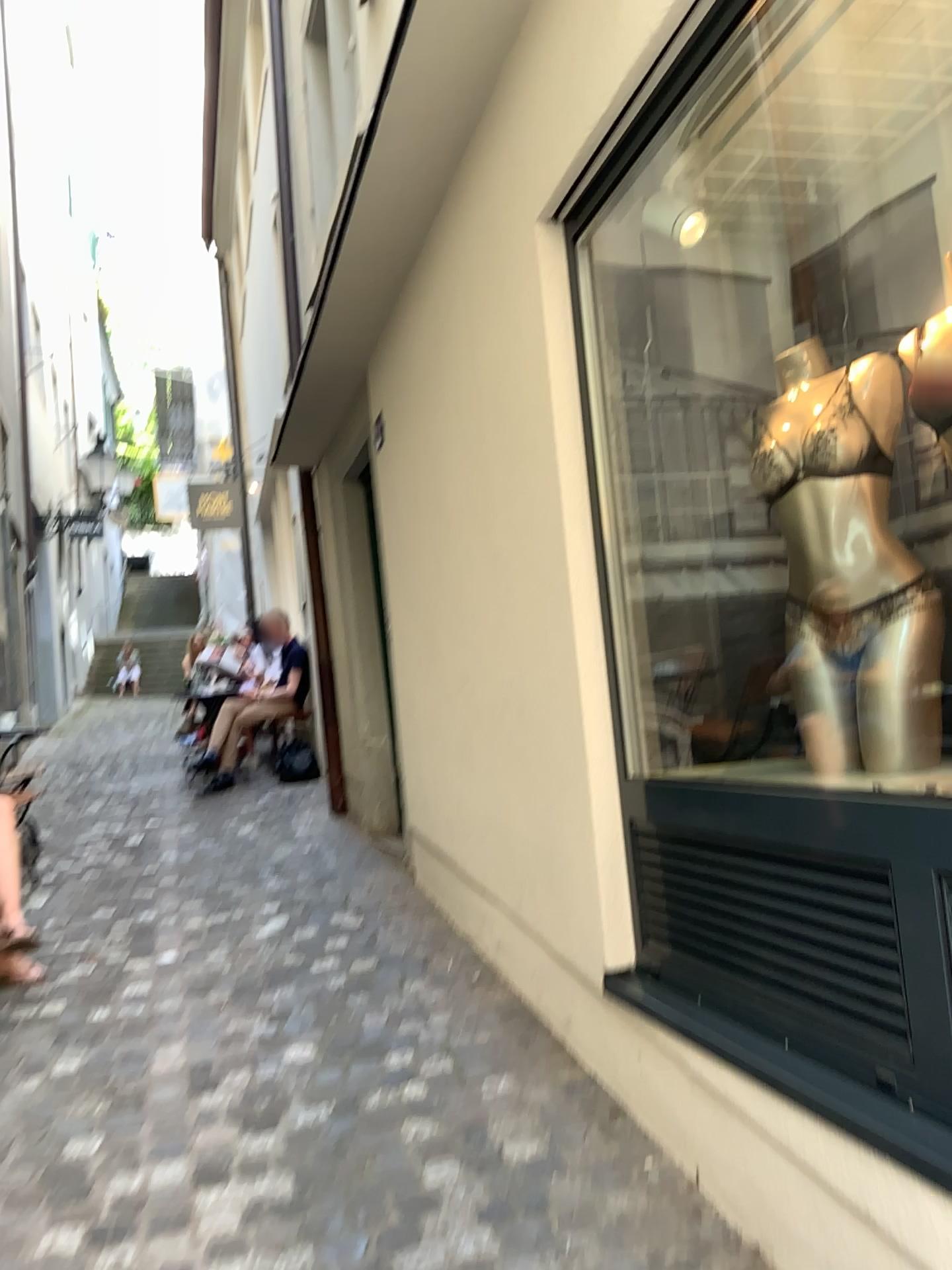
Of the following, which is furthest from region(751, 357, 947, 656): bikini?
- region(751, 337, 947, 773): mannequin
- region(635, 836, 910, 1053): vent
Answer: region(635, 836, 910, 1053): vent

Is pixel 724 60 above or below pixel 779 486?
above

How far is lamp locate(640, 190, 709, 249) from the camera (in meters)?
2.52

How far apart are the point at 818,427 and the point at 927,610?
0.4m

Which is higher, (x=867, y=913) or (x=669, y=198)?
(x=669, y=198)

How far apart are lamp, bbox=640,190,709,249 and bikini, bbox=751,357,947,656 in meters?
0.6 m

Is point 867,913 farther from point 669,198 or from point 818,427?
point 669,198

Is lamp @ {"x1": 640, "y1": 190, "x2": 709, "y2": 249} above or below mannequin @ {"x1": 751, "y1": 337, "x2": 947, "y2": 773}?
above

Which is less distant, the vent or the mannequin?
the vent

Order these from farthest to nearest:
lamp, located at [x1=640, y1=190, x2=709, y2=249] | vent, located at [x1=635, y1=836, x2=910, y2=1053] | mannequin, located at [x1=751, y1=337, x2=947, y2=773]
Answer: lamp, located at [x1=640, y1=190, x2=709, y2=249] < mannequin, located at [x1=751, y1=337, x2=947, y2=773] < vent, located at [x1=635, y1=836, x2=910, y2=1053]
